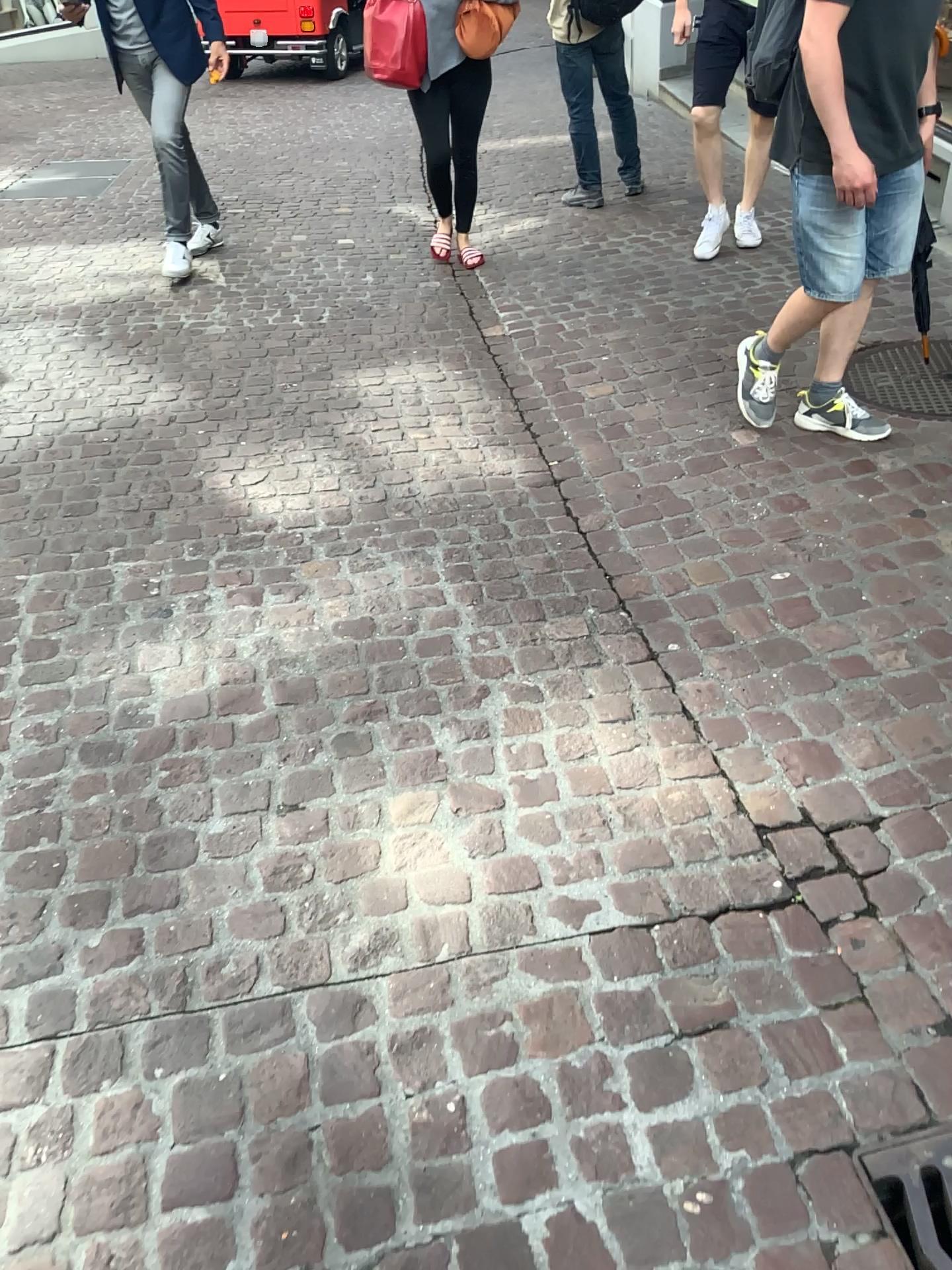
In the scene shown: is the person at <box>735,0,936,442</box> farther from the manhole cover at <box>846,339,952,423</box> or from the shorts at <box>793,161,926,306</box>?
the manhole cover at <box>846,339,952,423</box>

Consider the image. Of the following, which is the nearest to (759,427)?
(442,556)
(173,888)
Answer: (442,556)

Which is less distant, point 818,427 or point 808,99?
point 808,99

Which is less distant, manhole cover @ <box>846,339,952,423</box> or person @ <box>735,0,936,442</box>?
person @ <box>735,0,936,442</box>

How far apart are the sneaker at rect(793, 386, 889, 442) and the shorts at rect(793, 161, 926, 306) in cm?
43

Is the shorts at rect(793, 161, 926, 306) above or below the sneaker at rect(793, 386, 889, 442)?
above

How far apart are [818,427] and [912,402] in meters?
0.4

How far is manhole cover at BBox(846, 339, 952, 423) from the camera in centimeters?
330cm

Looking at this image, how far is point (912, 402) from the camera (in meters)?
3.30

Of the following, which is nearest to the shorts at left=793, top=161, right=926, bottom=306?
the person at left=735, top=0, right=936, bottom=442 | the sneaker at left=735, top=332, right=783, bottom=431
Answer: the person at left=735, top=0, right=936, bottom=442
